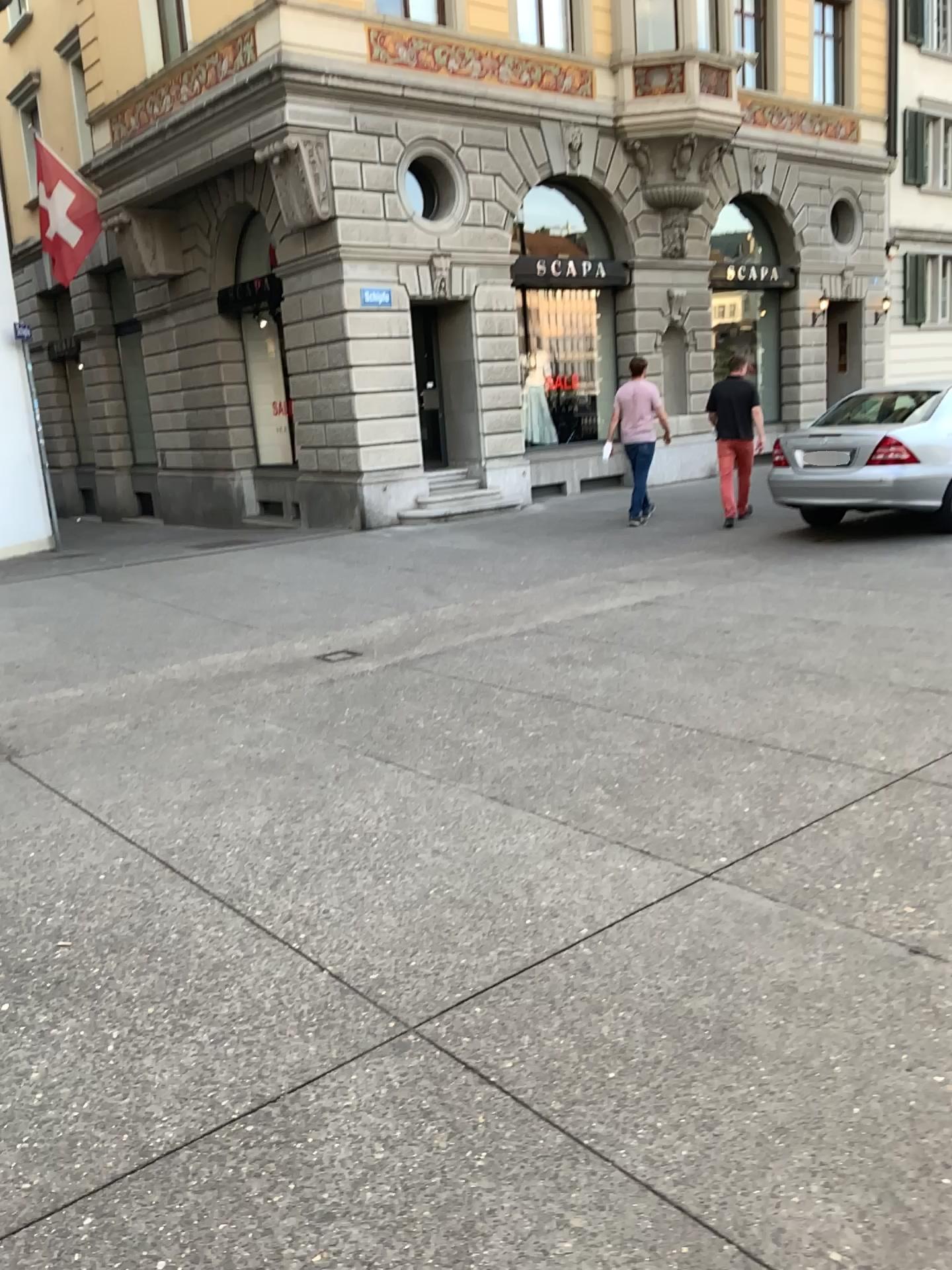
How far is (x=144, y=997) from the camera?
2.8m
